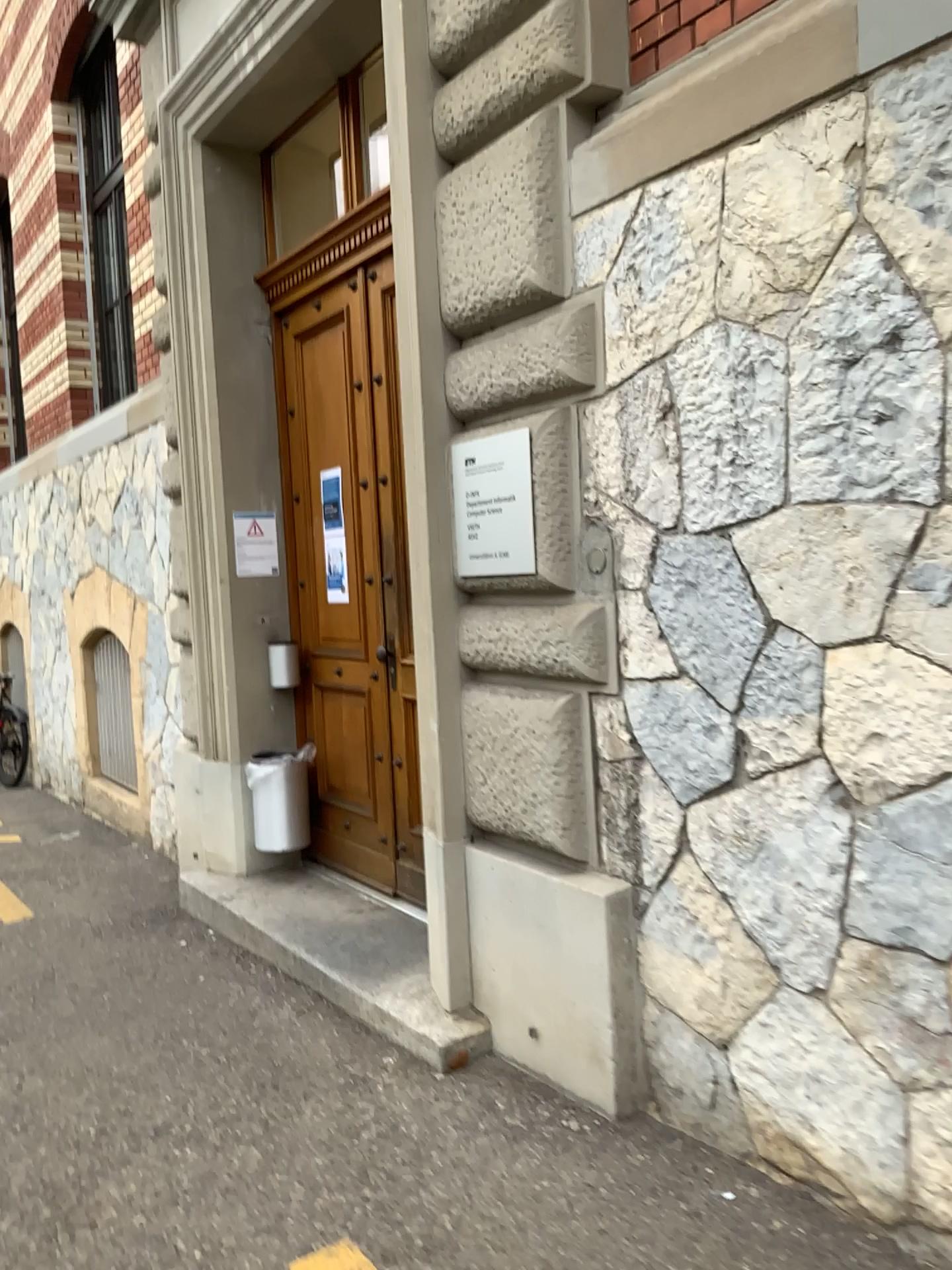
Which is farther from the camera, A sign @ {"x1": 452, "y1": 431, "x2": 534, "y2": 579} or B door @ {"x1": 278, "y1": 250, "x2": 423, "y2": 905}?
B door @ {"x1": 278, "y1": 250, "x2": 423, "y2": 905}

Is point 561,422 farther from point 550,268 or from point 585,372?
point 550,268

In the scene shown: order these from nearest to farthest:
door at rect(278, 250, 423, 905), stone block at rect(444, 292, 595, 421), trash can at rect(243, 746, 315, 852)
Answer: stone block at rect(444, 292, 595, 421) < door at rect(278, 250, 423, 905) < trash can at rect(243, 746, 315, 852)

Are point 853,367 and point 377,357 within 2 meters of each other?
no

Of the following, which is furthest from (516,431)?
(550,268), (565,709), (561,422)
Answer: (565,709)

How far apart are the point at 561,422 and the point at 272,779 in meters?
2.6 m

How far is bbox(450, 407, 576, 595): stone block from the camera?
2.9m

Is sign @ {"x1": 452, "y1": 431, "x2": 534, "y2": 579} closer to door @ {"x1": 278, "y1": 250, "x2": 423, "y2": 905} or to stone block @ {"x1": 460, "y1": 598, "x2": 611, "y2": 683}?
Answer: stone block @ {"x1": 460, "y1": 598, "x2": 611, "y2": 683}

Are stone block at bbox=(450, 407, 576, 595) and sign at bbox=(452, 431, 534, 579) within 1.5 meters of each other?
yes

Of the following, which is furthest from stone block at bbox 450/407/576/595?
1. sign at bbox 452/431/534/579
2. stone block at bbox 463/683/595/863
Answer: stone block at bbox 463/683/595/863
